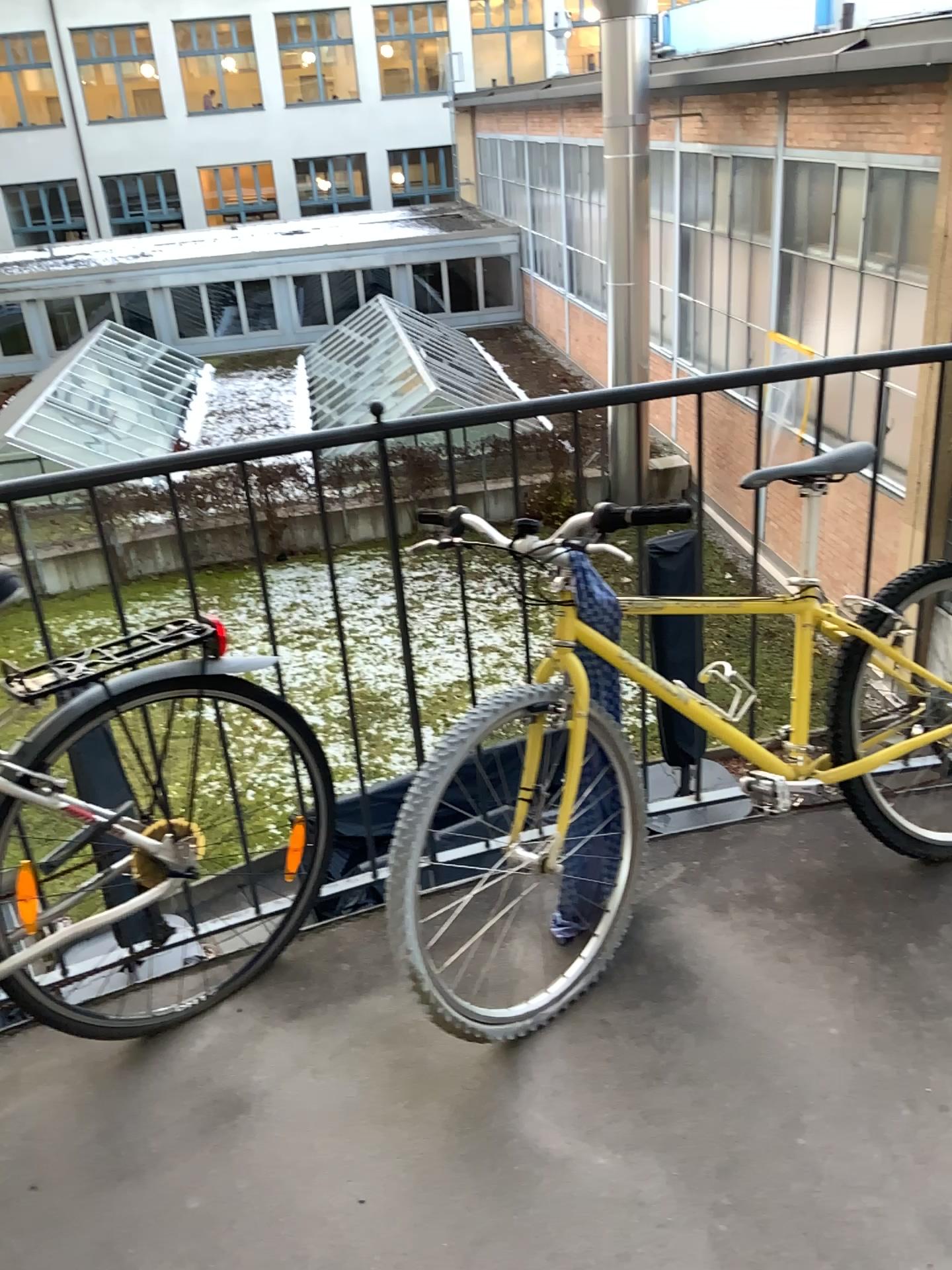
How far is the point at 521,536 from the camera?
1.89m

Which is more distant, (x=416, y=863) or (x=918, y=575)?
(x=918, y=575)

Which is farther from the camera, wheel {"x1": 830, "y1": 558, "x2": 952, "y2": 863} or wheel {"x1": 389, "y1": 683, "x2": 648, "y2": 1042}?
wheel {"x1": 830, "y1": 558, "x2": 952, "y2": 863}

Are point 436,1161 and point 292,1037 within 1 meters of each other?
yes

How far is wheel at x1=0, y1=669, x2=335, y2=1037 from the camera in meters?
1.8

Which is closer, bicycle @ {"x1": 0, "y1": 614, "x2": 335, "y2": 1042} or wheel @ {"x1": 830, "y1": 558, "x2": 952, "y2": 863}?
bicycle @ {"x1": 0, "y1": 614, "x2": 335, "y2": 1042}

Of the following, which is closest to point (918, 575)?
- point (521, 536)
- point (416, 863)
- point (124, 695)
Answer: point (521, 536)

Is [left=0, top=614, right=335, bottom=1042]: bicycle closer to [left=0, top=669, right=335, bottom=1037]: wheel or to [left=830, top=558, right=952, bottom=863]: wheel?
[left=0, top=669, right=335, bottom=1037]: wheel

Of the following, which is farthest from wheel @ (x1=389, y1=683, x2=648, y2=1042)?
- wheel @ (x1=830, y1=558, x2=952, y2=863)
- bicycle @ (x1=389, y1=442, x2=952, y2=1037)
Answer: wheel @ (x1=830, y1=558, x2=952, y2=863)

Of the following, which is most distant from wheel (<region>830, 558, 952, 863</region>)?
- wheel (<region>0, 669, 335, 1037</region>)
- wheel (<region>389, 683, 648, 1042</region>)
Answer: wheel (<region>0, 669, 335, 1037</region>)
